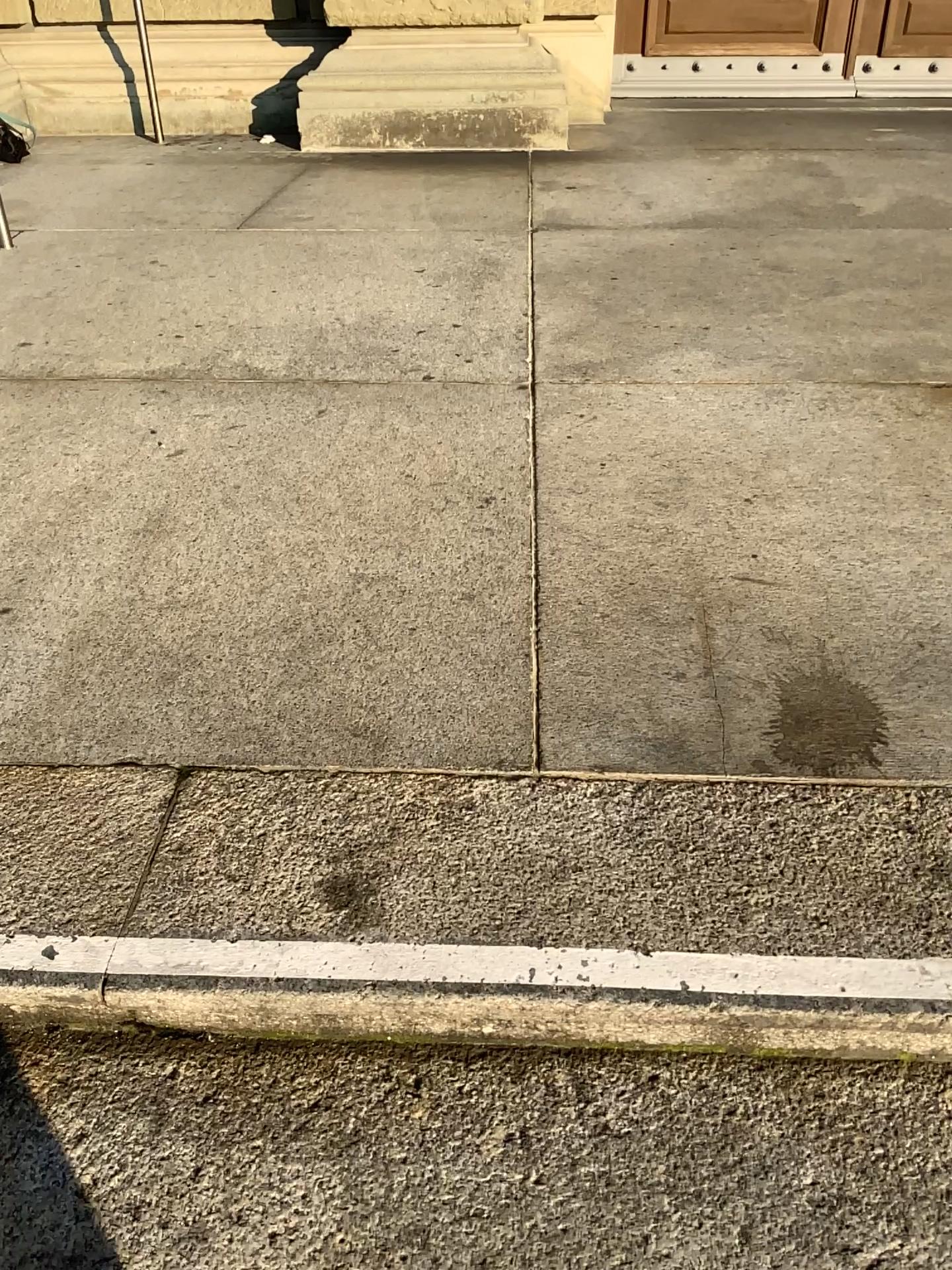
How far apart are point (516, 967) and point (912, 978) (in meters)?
0.42

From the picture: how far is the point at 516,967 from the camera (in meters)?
1.13

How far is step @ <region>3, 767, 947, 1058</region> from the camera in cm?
113

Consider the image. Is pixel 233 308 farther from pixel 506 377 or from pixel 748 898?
pixel 748 898

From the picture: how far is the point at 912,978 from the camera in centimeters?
112cm

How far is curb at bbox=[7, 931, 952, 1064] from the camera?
1.1m
